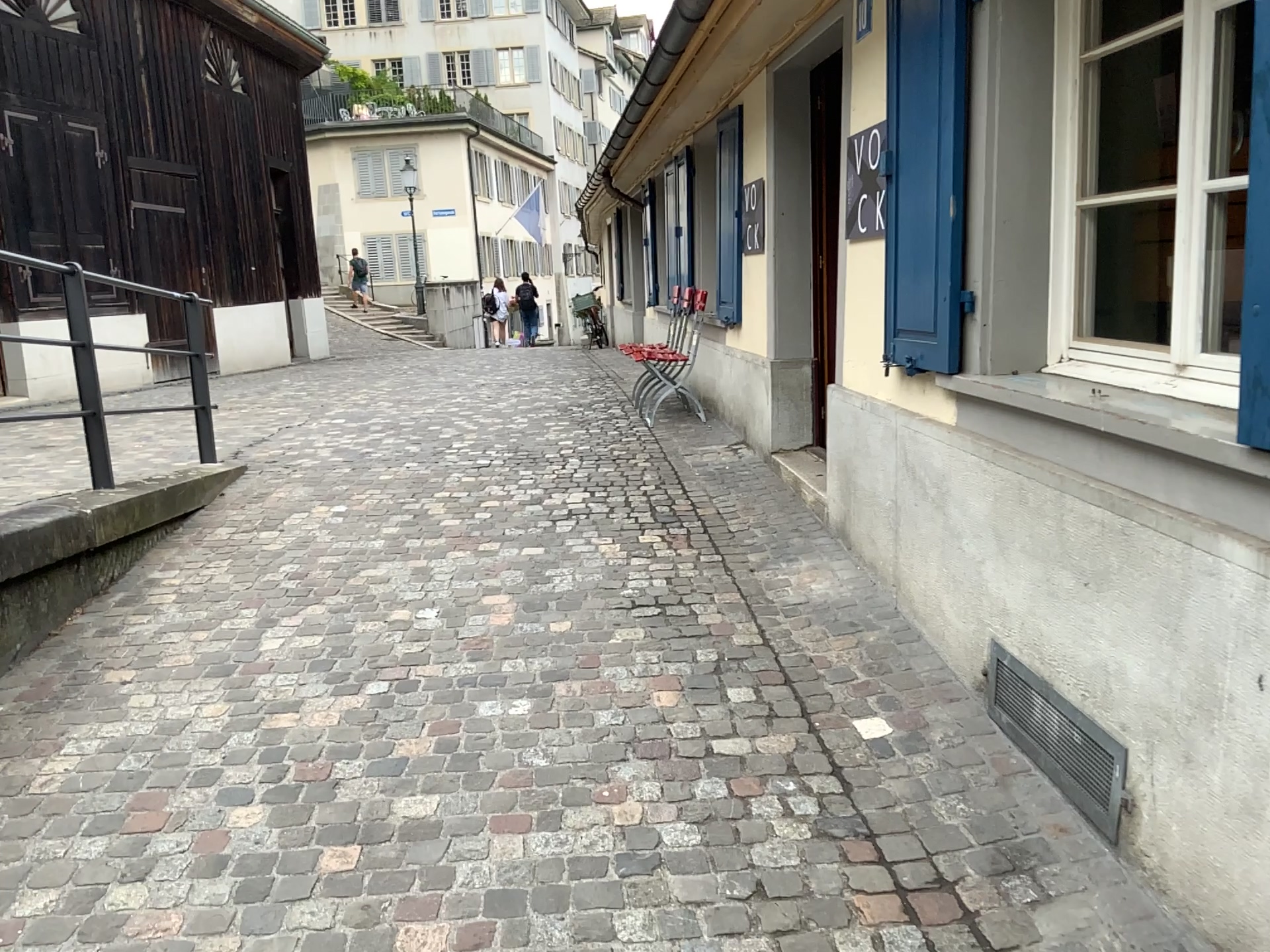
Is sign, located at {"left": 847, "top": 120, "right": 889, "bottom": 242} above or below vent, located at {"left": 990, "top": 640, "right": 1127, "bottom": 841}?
above

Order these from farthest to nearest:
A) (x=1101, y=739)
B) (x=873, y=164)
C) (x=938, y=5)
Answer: (x=873, y=164), (x=938, y=5), (x=1101, y=739)

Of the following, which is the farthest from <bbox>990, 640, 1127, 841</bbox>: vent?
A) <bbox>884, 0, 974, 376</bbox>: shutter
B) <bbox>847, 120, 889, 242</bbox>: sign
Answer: <bbox>847, 120, 889, 242</bbox>: sign

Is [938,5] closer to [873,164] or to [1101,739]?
[873,164]

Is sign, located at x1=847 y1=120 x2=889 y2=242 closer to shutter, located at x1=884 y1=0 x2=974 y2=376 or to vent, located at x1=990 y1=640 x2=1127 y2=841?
shutter, located at x1=884 y1=0 x2=974 y2=376

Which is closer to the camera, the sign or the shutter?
the shutter

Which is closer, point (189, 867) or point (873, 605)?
point (189, 867)

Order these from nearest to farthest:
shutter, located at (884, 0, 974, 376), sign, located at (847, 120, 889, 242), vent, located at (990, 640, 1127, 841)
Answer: vent, located at (990, 640, 1127, 841) < shutter, located at (884, 0, 974, 376) < sign, located at (847, 120, 889, 242)

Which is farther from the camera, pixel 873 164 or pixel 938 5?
pixel 873 164

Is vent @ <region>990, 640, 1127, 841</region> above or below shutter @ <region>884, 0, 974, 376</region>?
below
